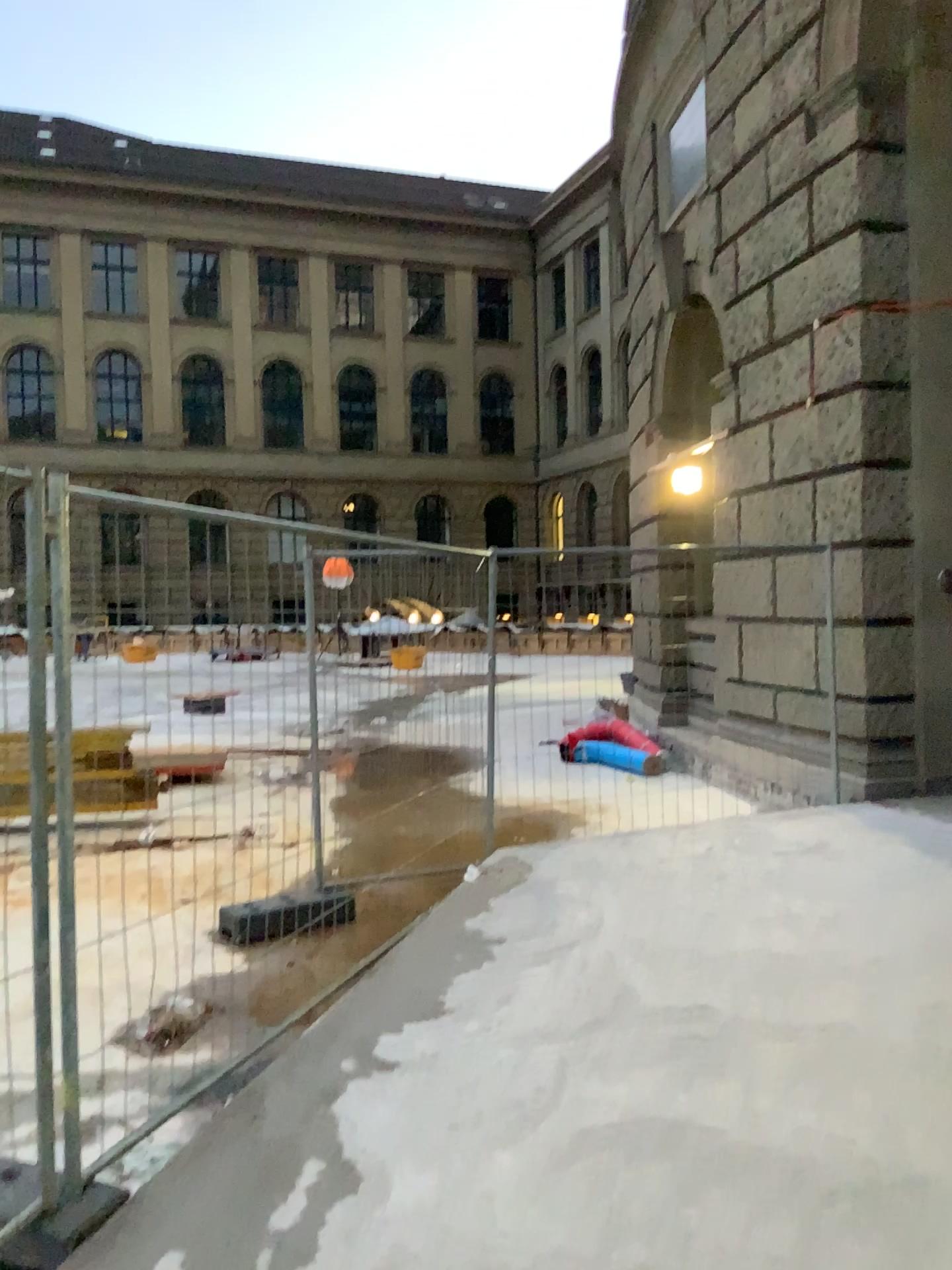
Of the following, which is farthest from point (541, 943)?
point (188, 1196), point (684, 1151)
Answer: point (188, 1196)
